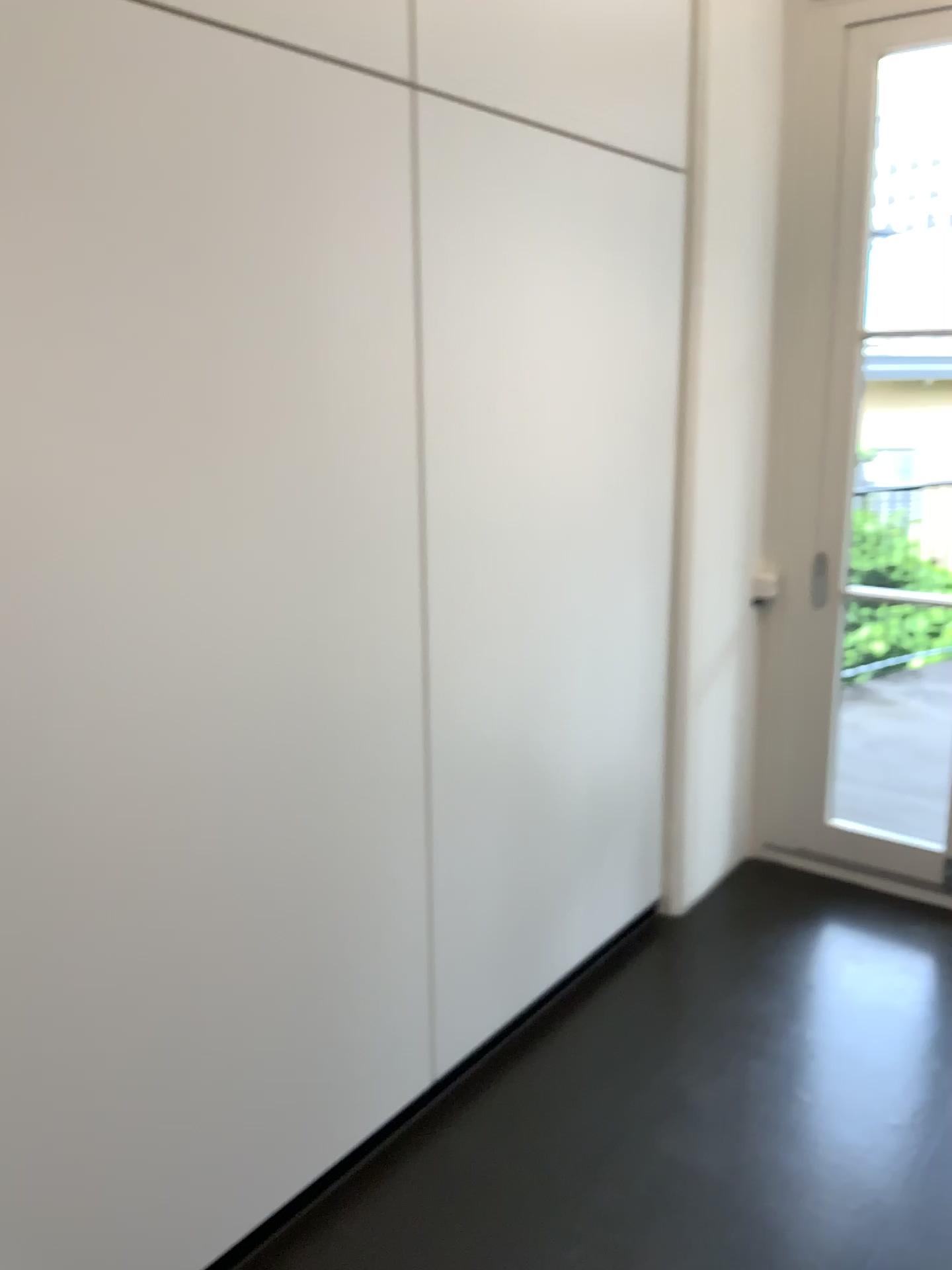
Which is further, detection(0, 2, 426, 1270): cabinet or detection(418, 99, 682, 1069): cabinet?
detection(418, 99, 682, 1069): cabinet

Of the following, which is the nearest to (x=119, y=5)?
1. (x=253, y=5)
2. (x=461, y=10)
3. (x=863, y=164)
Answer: (x=253, y=5)

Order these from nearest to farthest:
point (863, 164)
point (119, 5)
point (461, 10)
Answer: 1. point (119, 5)
2. point (461, 10)
3. point (863, 164)

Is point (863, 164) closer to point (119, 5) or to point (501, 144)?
point (501, 144)

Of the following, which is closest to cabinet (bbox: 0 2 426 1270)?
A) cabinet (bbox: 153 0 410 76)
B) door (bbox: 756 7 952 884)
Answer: cabinet (bbox: 153 0 410 76)

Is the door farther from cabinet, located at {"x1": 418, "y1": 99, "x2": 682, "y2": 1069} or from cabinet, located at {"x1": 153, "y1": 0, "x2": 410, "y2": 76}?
cabinet, located at {"x1": 153, "y1": 0, "x2": 410, "y2": 76}

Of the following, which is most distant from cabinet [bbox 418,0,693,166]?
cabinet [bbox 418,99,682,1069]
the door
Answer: the door

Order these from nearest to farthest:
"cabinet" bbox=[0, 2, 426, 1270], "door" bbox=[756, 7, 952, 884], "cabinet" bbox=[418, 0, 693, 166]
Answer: "cabinet" bbox=[0, 2, 426, 1270] < "cabinet" bbox=[418, 0, 693, 166] < "door" bbox=[756, 7, 952, 884]

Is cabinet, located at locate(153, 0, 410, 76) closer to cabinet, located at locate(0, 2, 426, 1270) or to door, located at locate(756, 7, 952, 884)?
cabinet, located at locate(0, 2, 426, 1270)

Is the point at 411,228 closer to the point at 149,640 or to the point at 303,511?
the point at 303,511
